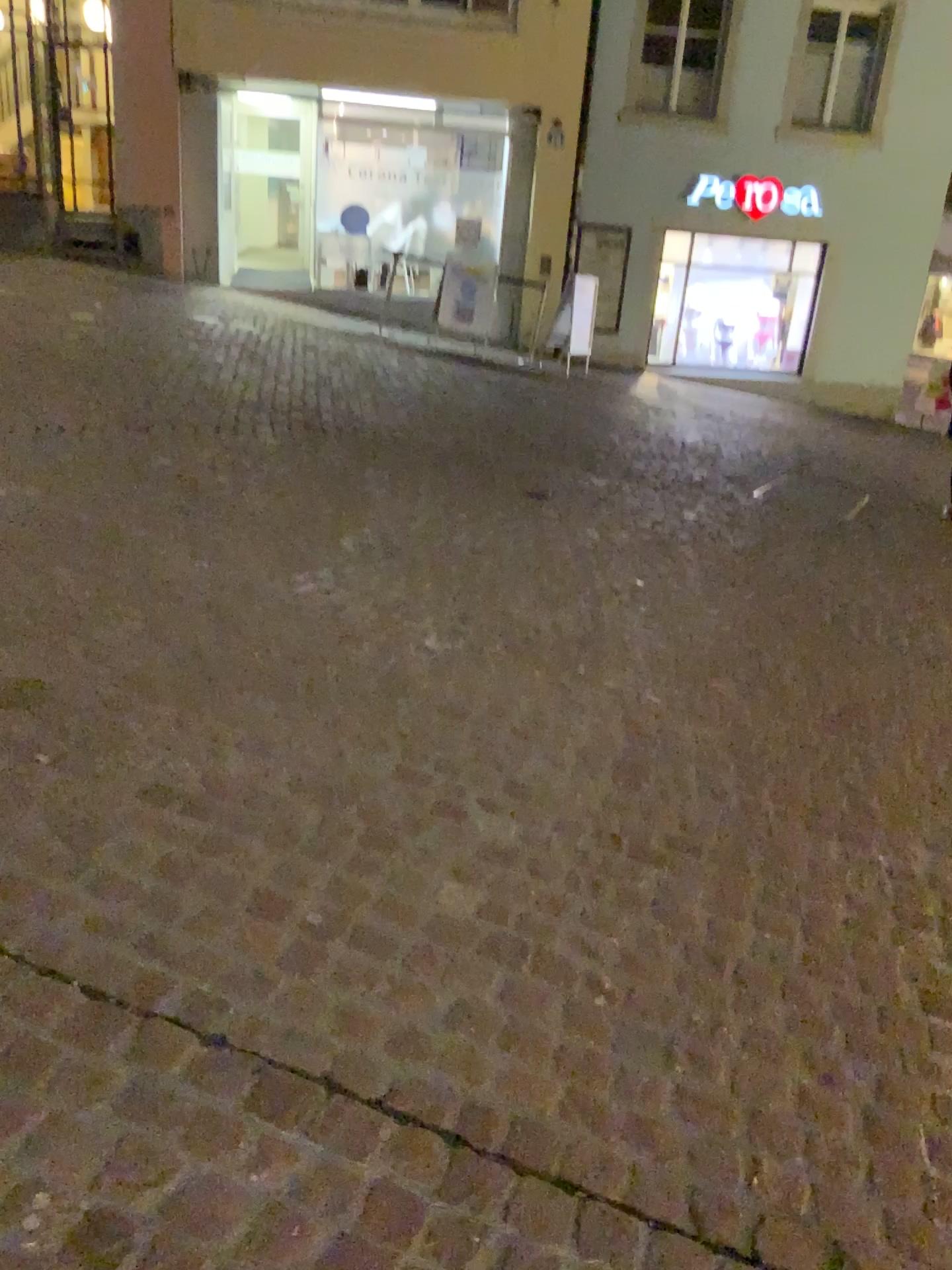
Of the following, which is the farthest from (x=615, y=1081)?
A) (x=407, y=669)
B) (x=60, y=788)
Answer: (x=407, y=669)
